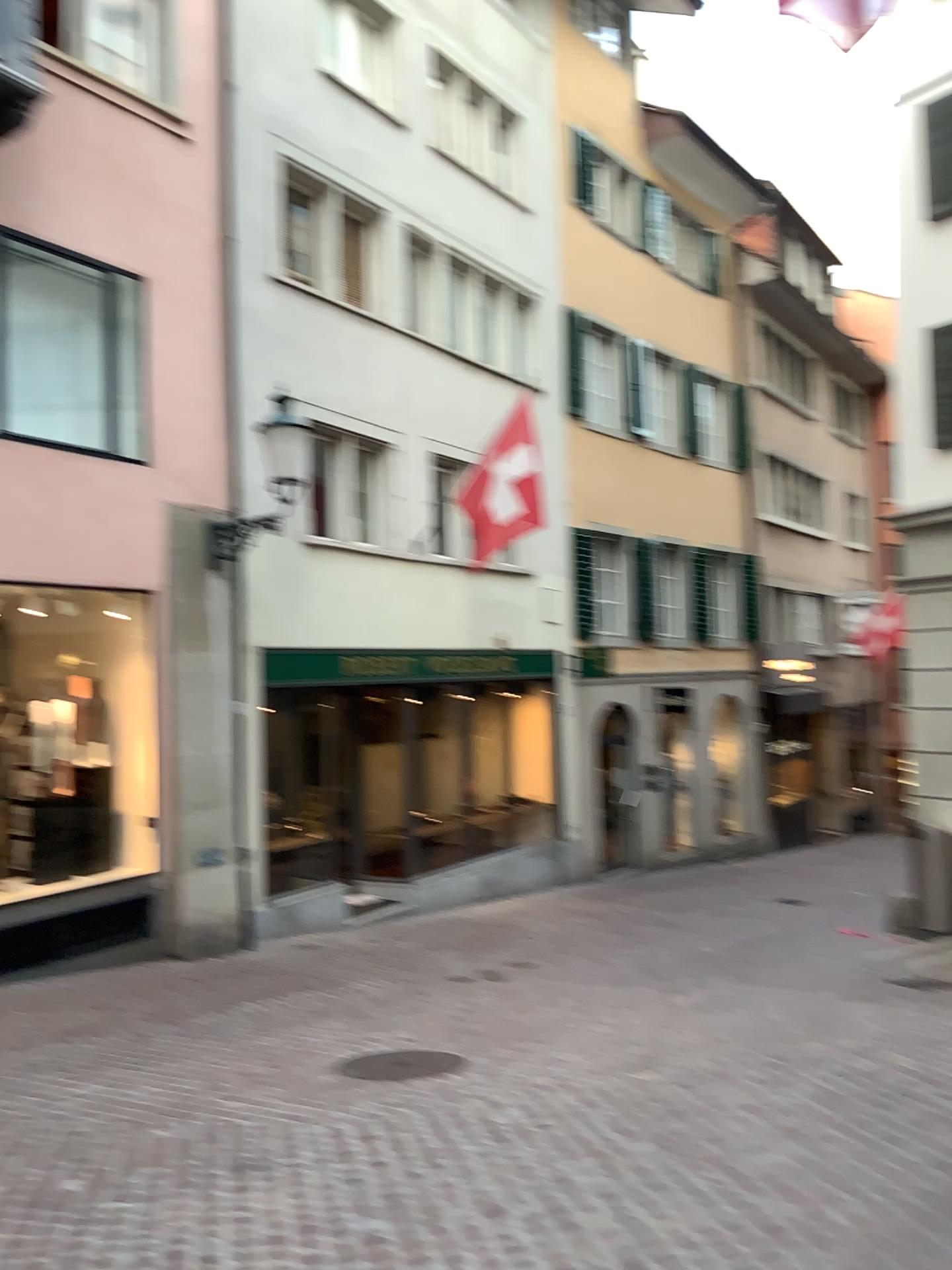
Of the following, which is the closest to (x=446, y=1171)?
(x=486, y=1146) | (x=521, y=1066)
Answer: (x=486, y=1146)
